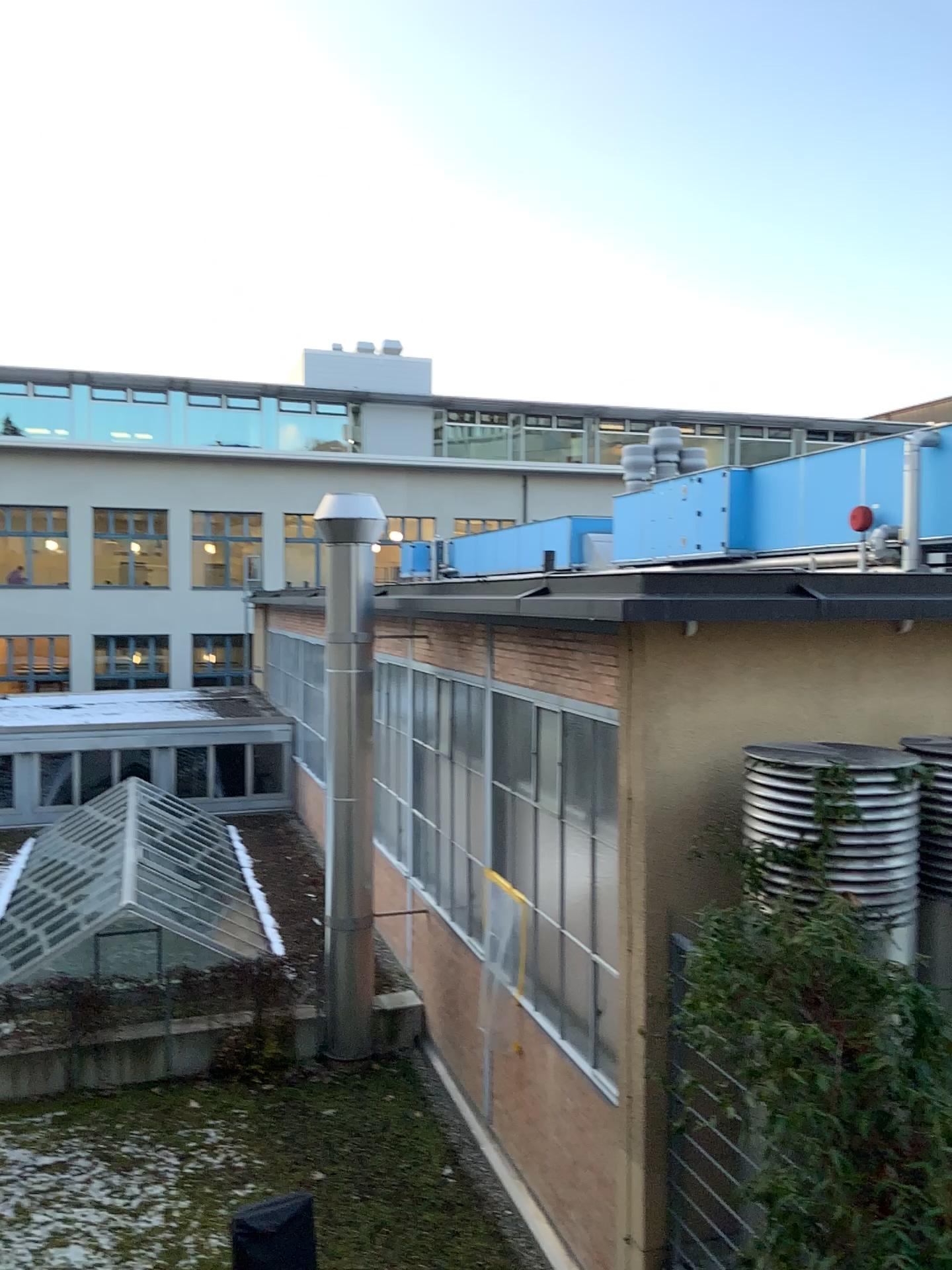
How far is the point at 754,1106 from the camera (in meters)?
4.61
